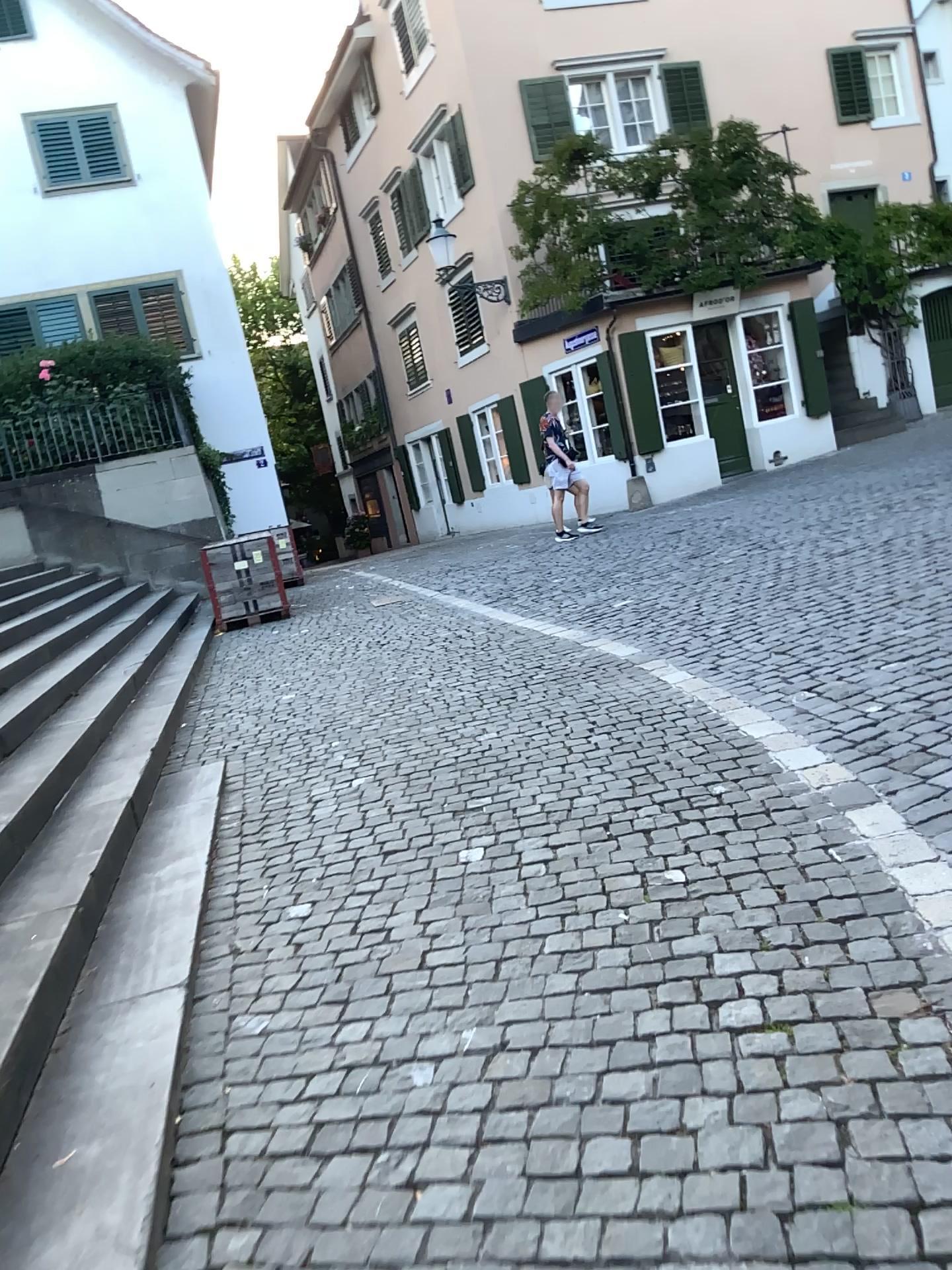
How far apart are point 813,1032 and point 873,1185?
0.5m
